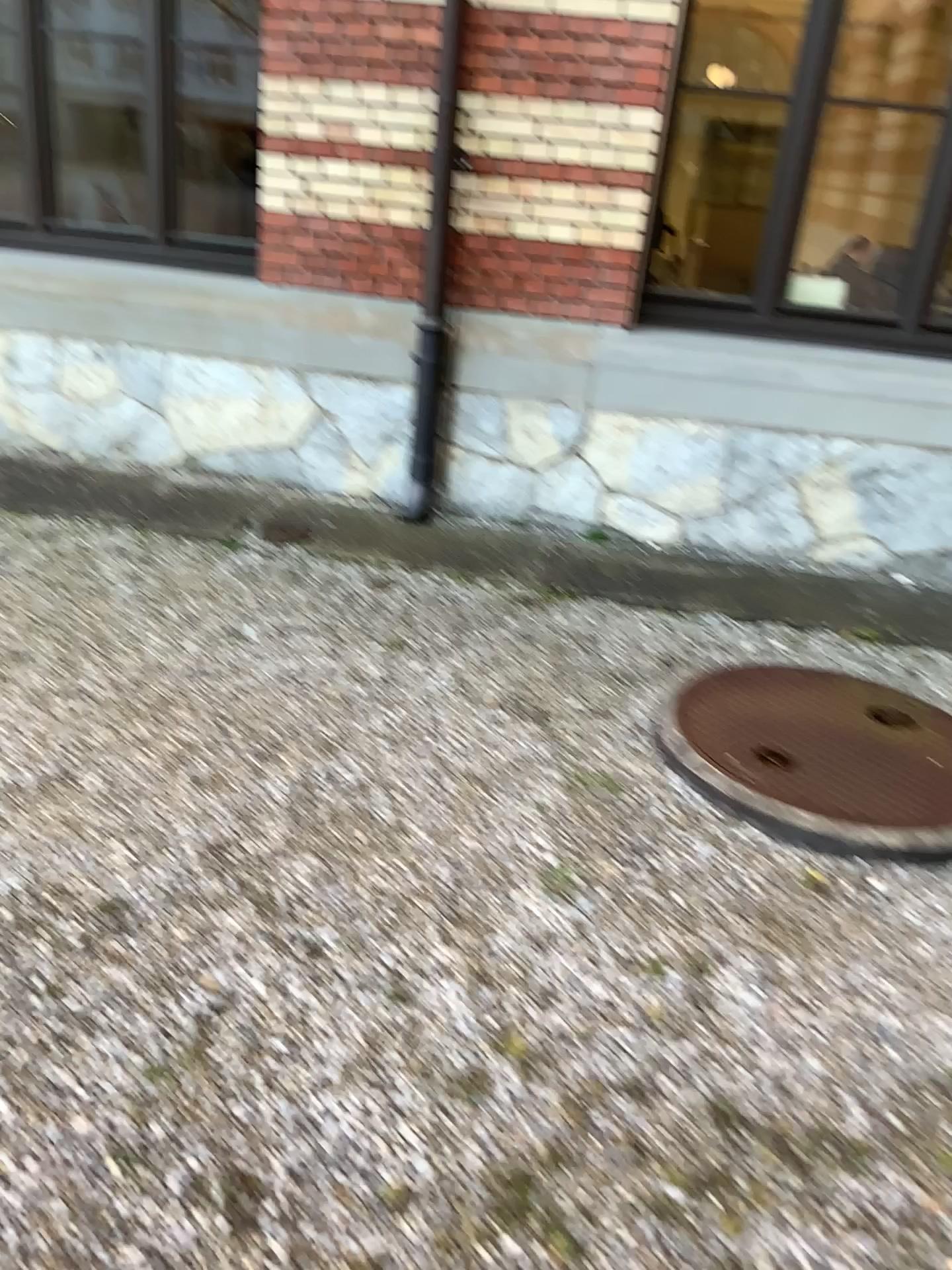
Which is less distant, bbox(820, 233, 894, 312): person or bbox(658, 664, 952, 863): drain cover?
bbox(658, 664, 952, 863): drain cover

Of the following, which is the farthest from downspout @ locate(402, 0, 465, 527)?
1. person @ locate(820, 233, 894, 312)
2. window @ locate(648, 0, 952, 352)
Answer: person @ locate(820, 233, 894, 312)

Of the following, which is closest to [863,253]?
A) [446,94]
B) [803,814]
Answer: [446,94]

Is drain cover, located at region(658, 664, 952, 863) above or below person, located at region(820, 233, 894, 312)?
below

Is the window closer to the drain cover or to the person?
the person

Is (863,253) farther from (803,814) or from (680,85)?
(803,814)

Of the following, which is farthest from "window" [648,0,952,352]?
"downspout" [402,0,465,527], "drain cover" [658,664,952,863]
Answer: "drain cover" [658,664,952,863]

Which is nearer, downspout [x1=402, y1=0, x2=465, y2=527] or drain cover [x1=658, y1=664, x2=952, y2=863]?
drain cover [x1=658, y1=664, x2=952, y2=863]

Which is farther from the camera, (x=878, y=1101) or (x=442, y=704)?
(x=442, y=704)

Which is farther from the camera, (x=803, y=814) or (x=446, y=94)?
(x=446, y=94)
